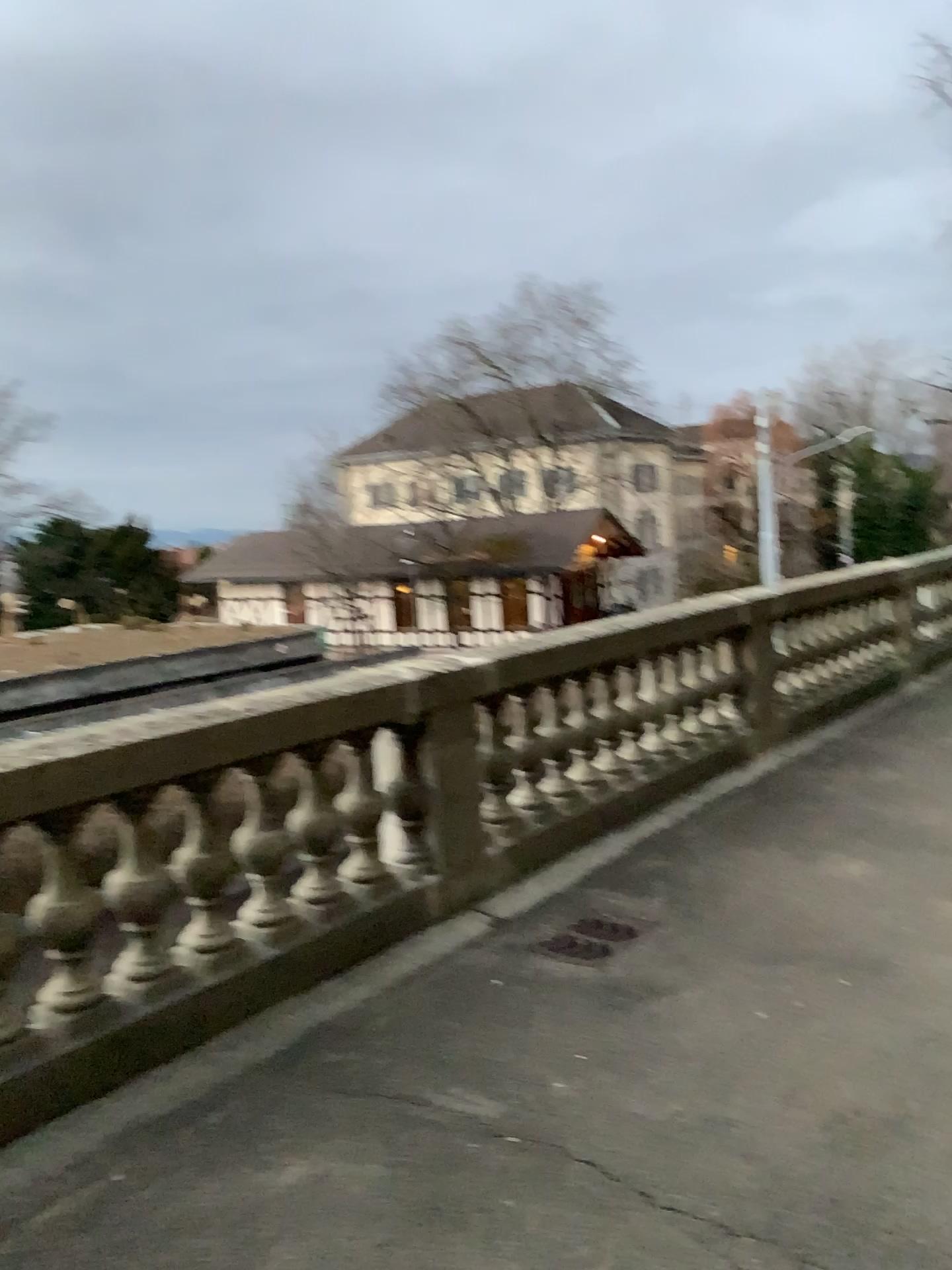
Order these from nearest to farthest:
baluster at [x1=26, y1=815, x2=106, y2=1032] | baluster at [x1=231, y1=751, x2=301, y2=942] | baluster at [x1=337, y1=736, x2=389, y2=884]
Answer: baluster at [x1=26, y1=815, x2=106, y2=1032] → baluster at [x1=231, y1=751, x2=301, y2=942] → baluster at [x1=337, y1=736, x2=389, y2=884]

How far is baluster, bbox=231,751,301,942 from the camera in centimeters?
366cm

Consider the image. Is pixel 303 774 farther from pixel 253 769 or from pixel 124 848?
pixel 124 848

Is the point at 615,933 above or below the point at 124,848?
below

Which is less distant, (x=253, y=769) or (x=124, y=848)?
(x=124, y=848)

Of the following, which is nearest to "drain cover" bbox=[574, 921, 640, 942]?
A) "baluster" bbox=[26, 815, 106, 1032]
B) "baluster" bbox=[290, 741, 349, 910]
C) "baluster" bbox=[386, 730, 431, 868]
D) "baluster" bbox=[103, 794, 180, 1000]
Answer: "baluster" bbox=[386, 730, 431, 868]

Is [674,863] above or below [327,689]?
below

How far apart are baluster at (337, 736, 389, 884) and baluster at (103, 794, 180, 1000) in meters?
0.8

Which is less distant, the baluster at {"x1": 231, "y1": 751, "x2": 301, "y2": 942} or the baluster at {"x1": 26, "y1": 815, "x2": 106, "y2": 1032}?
the baluster at {"x1": 26, "y1": 815, "x2": 106, "y2": 1032}

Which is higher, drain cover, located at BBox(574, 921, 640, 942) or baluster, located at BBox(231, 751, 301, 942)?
baluster, located at BBox(231, 751, 301, 942)
